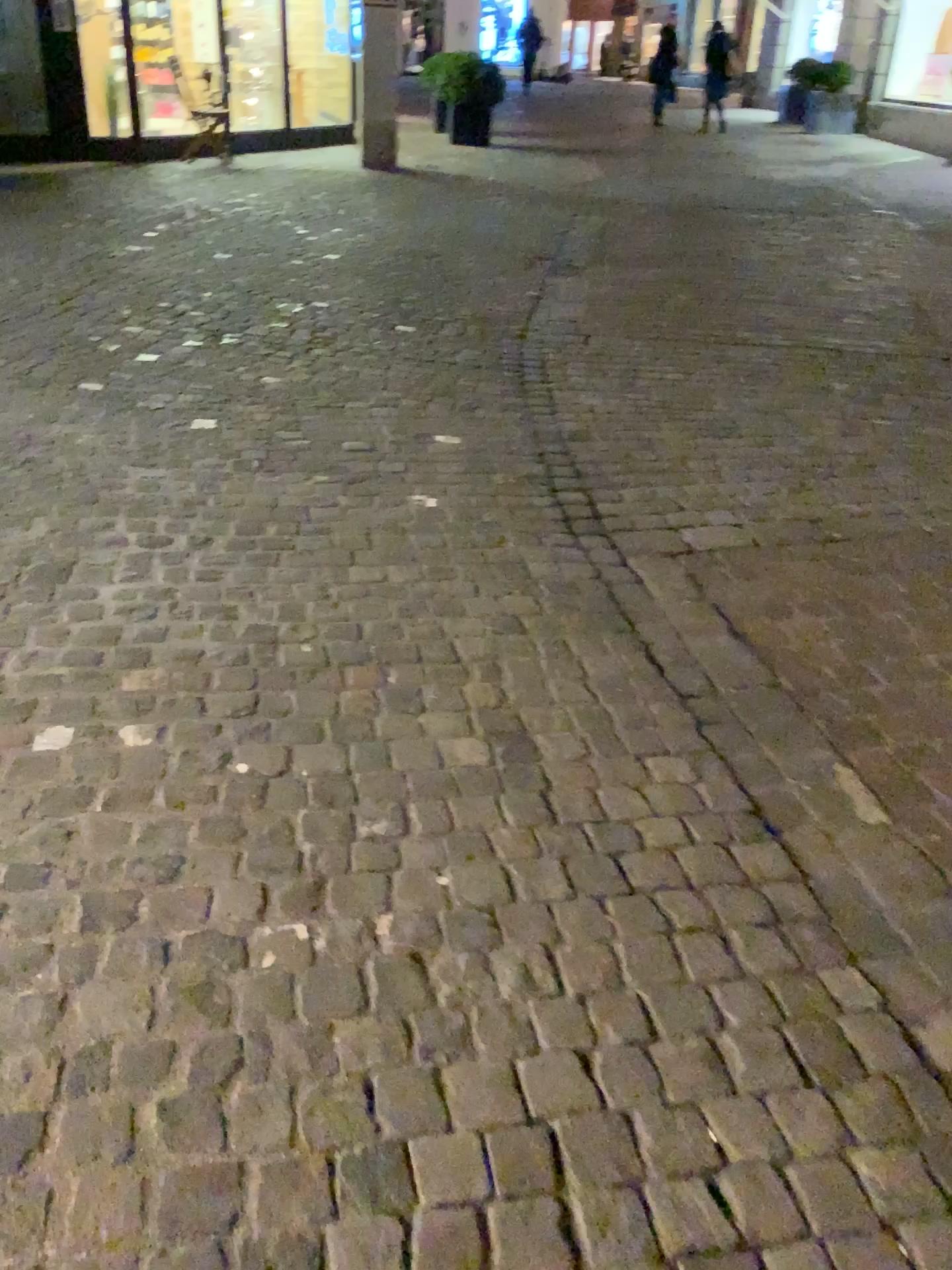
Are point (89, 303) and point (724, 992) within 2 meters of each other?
no
